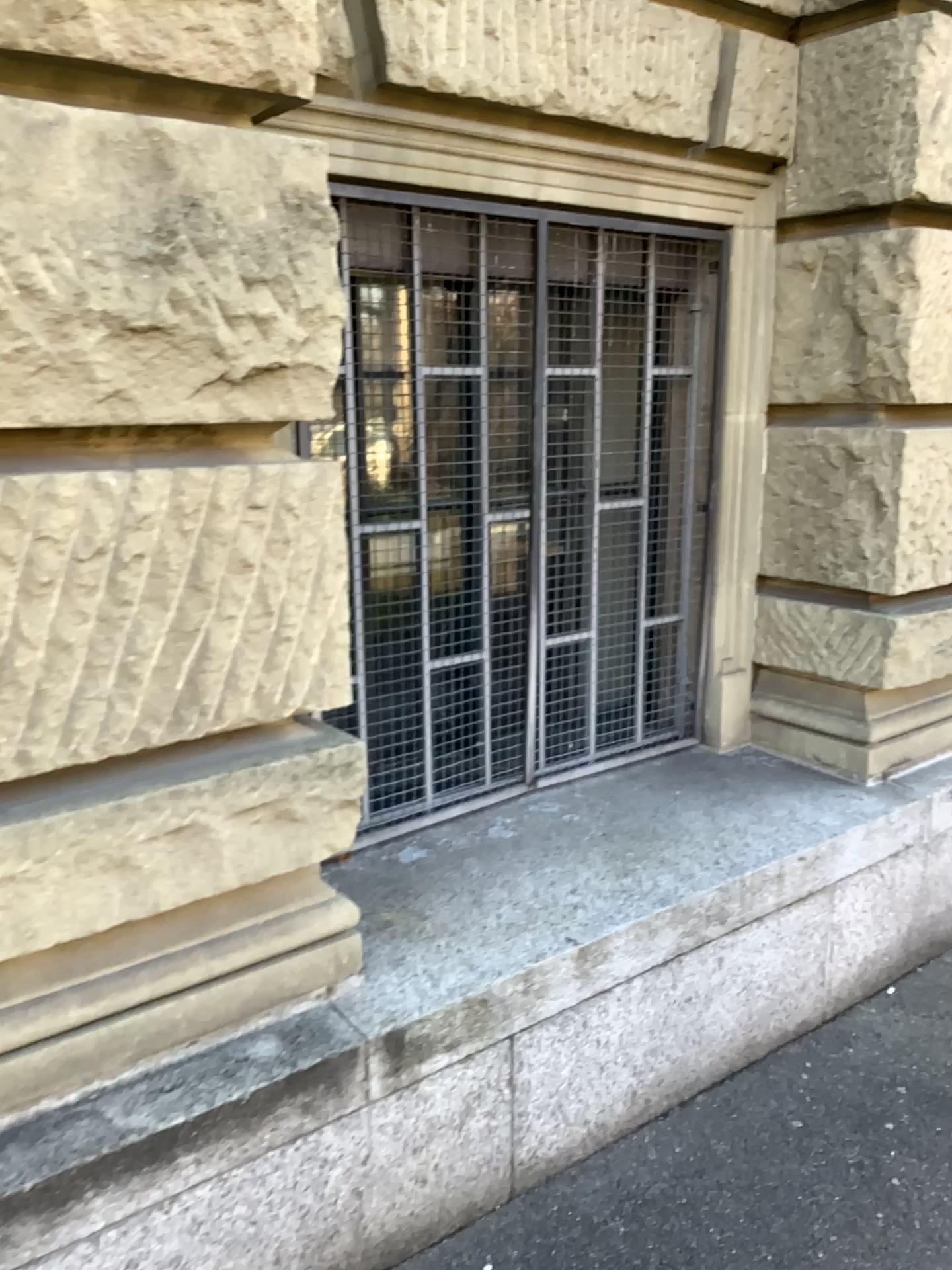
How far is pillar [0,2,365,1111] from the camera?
1.5m

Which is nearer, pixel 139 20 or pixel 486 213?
pixel 139 20

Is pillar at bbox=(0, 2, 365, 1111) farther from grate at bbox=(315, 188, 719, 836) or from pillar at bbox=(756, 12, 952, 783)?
pillar at bbox=(756, 12, 952, 783)

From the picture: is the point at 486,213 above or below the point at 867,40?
below

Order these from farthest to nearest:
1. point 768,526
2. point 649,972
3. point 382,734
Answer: point 768,526, point 382,734, point 649,972

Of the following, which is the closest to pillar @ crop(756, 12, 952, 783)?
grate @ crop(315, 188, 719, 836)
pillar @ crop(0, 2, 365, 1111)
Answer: grate @ crop(315, 188, 719, 836)

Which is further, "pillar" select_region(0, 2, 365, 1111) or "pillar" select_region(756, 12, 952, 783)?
"pillar" select_region(756, 12, 952, 783)

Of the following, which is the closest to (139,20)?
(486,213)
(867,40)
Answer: (486,213)
